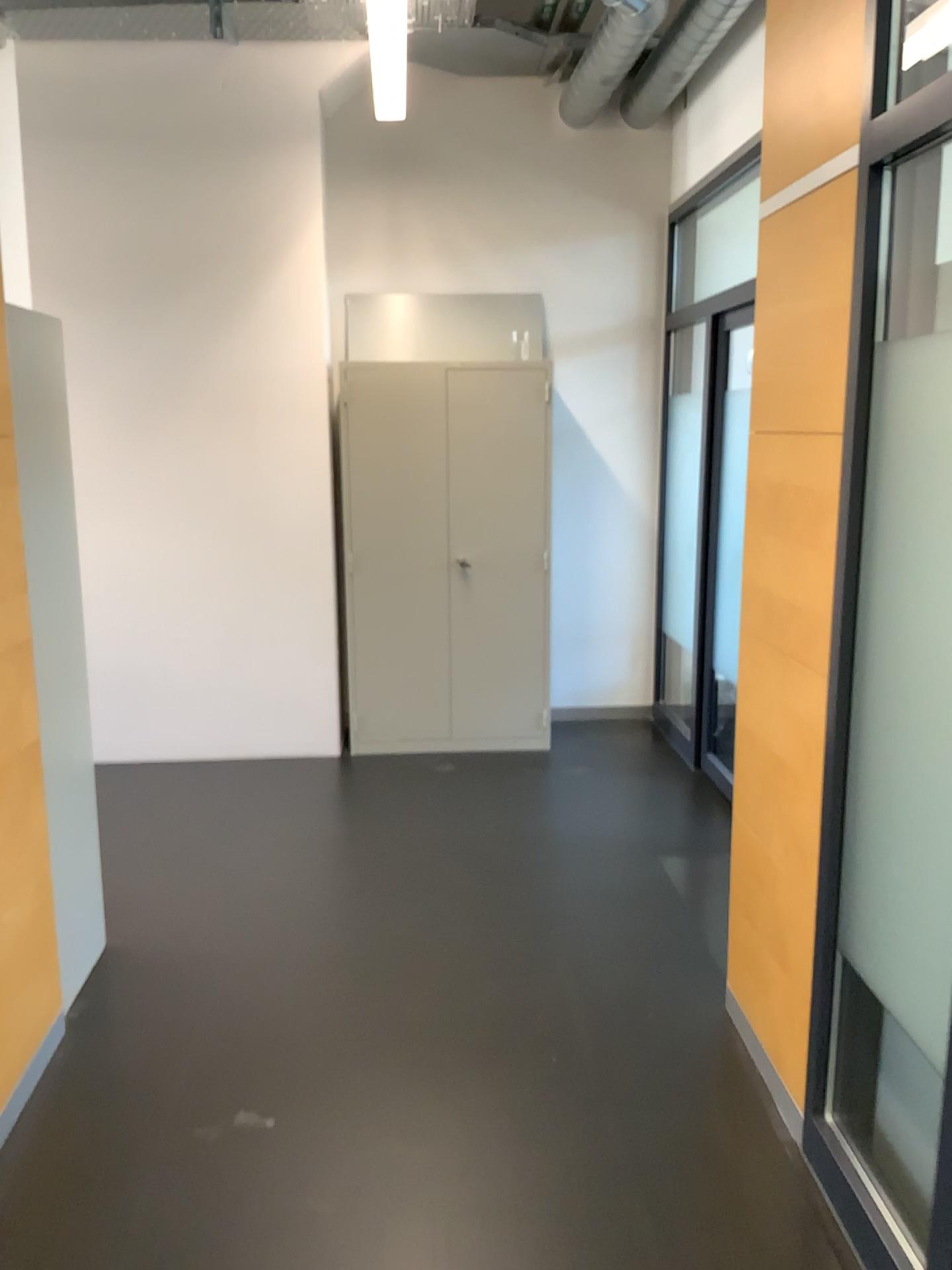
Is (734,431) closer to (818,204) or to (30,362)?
(818,204)

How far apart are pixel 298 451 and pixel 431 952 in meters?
2.8

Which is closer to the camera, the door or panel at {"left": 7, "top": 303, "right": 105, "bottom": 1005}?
panel at {"left": 7, "top": 303, "right": 105, "bottom": 1005}

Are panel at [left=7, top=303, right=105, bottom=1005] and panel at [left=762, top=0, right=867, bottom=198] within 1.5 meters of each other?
no

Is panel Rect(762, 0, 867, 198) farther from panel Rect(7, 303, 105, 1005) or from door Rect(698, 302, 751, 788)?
door Rect(698, 302, 751, 788)

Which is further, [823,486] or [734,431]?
[734,431]

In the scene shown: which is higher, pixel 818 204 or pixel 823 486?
pixel 818 204

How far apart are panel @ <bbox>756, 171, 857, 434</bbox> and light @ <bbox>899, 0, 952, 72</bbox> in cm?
26

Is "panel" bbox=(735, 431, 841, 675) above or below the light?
below

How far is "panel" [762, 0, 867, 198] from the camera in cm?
208
